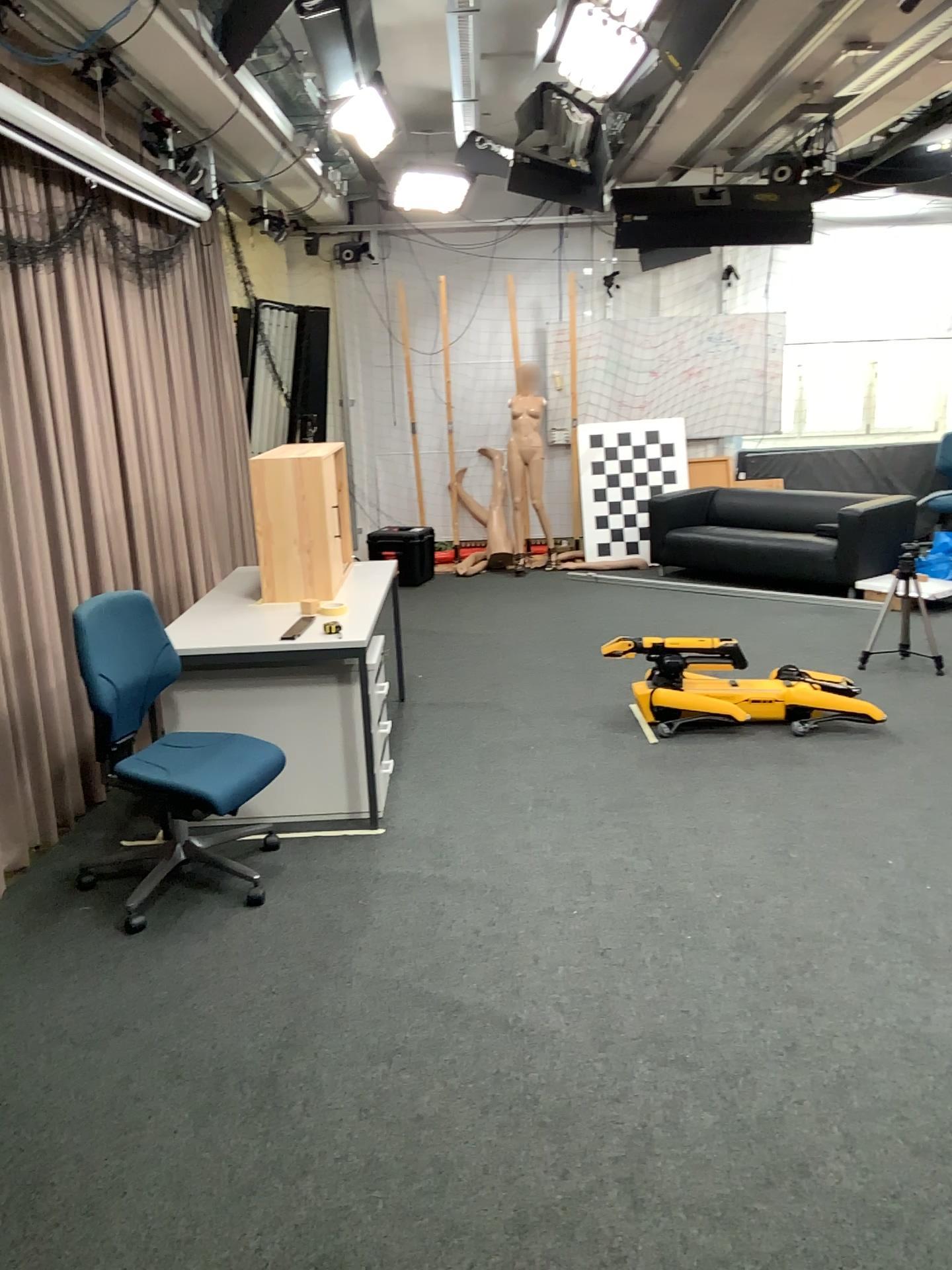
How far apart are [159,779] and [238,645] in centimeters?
66cm

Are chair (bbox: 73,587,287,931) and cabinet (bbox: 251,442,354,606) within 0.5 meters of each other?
no

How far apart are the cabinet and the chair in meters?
0.8 m

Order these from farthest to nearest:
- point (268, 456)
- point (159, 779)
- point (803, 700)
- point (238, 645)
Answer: point (803, 700)
point (268, 456)
point (238, 645)
point (159, 779)

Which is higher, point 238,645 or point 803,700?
point 238,645

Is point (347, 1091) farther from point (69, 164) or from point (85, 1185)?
point (69, 164)

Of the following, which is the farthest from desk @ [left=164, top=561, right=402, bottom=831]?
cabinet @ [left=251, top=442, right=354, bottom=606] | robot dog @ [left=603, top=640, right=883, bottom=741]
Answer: robot dog @ [left=603, top=640, right=883, bottom=741]

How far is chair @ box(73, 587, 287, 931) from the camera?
3.3 meters

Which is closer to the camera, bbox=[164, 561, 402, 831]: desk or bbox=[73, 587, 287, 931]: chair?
bbox=[73, 587, 287, 931]: chair

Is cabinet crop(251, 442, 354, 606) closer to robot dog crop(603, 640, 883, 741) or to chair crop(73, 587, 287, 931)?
chair crop(73, 587, 287, 931)
